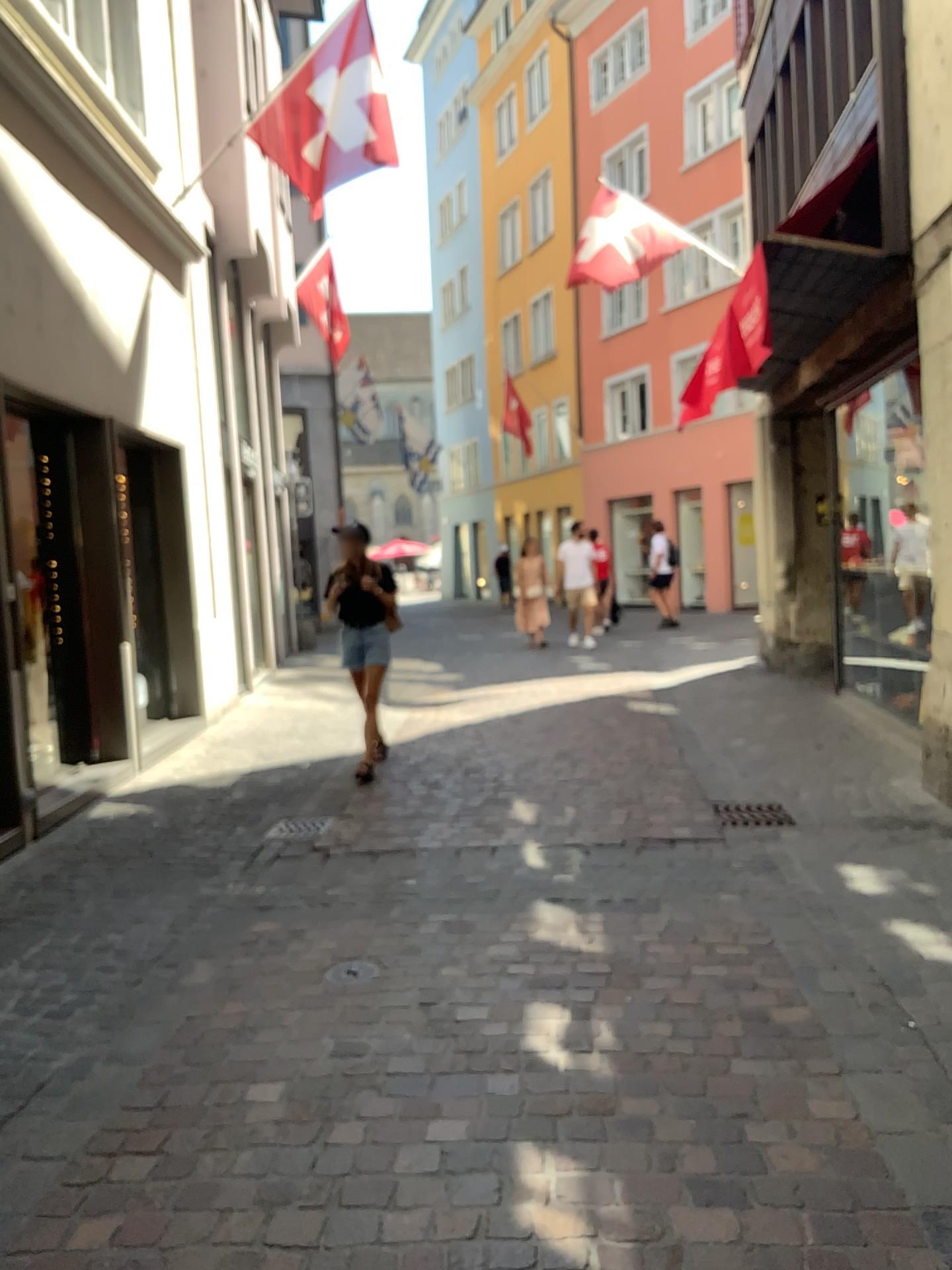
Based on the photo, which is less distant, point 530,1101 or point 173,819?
point 530,1101
